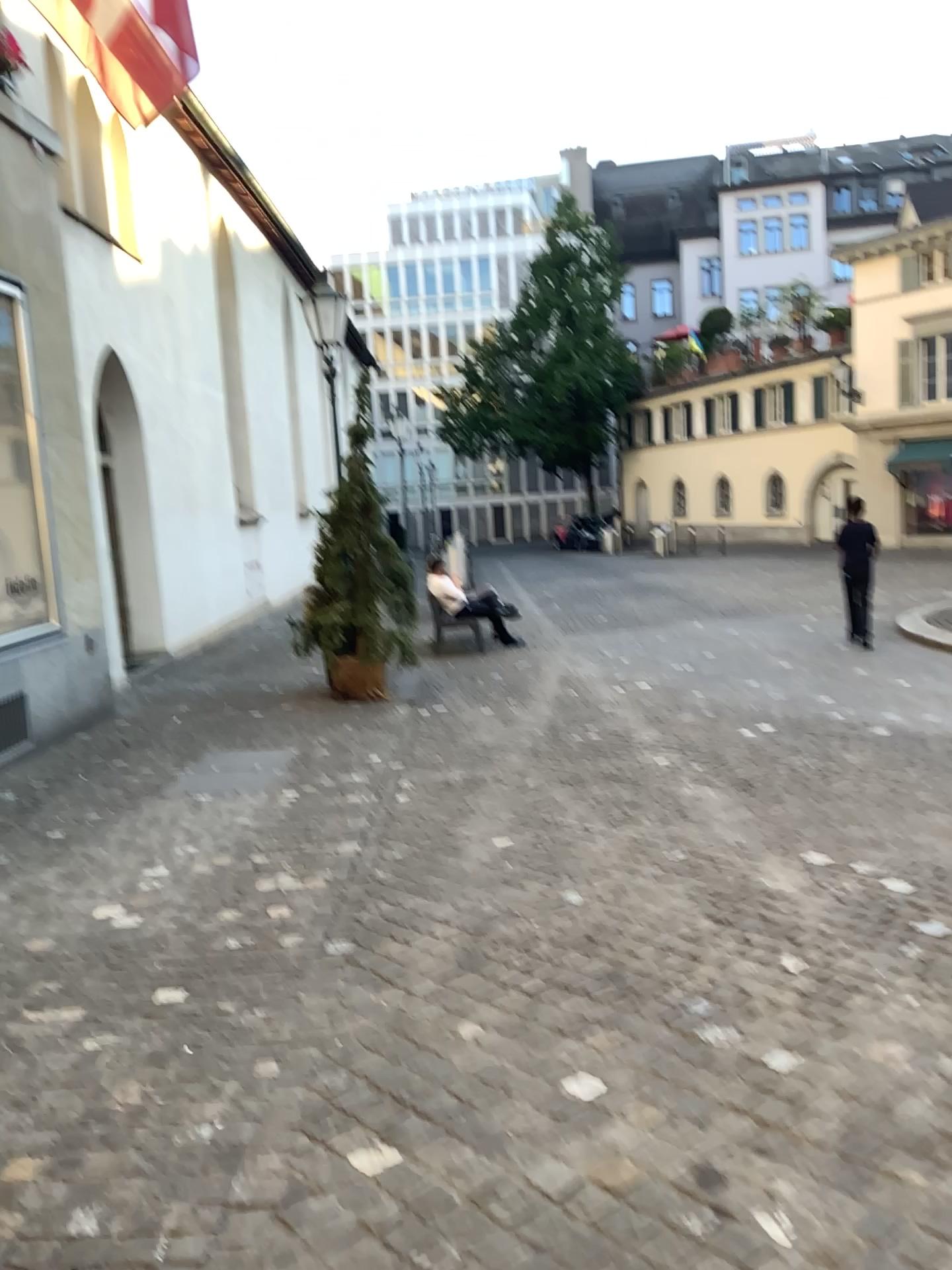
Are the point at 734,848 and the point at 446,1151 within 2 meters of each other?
no
